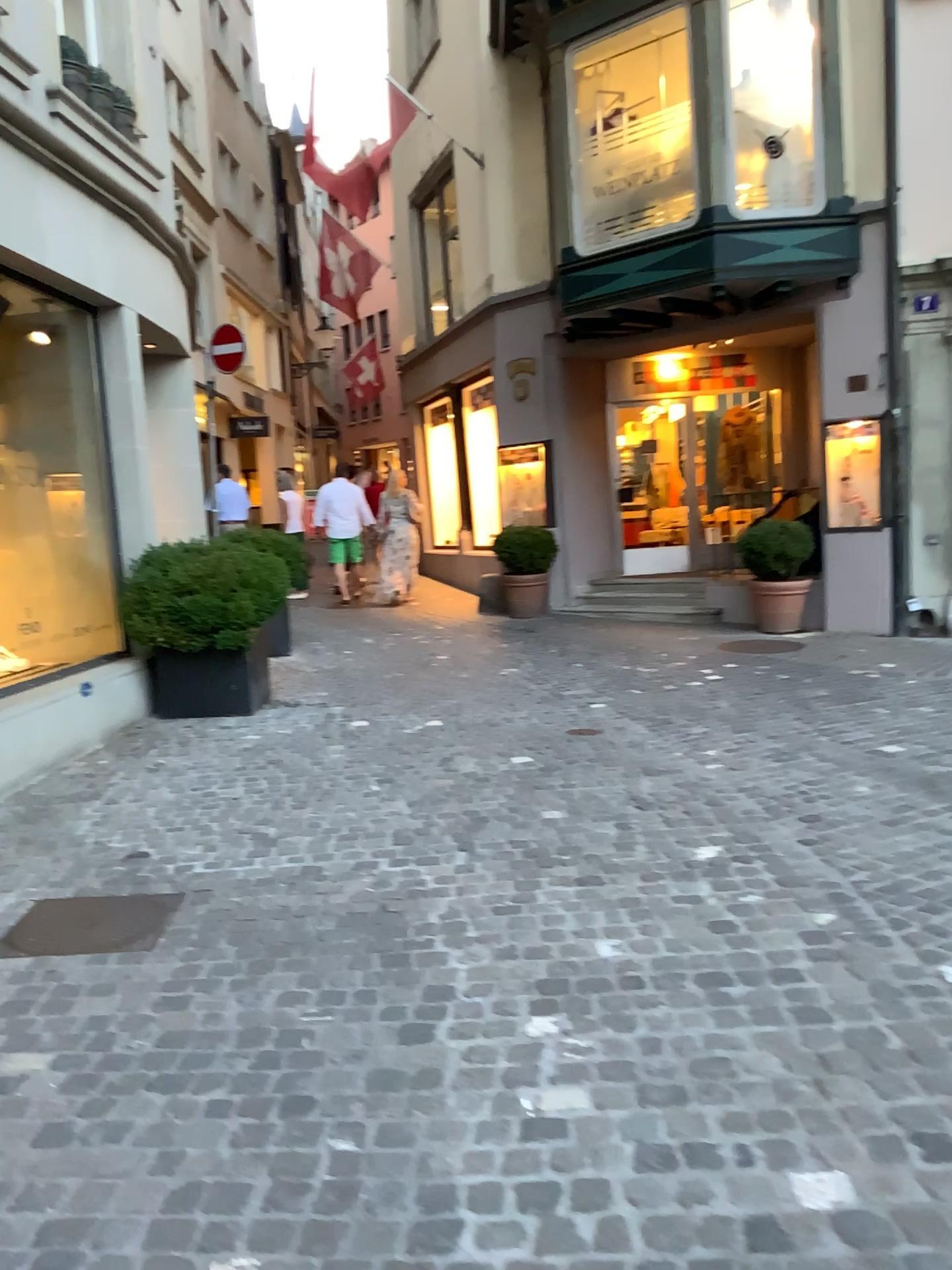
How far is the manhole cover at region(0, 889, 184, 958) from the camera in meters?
3.3 m

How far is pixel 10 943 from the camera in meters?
3.3

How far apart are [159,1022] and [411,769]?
2.7 meters
